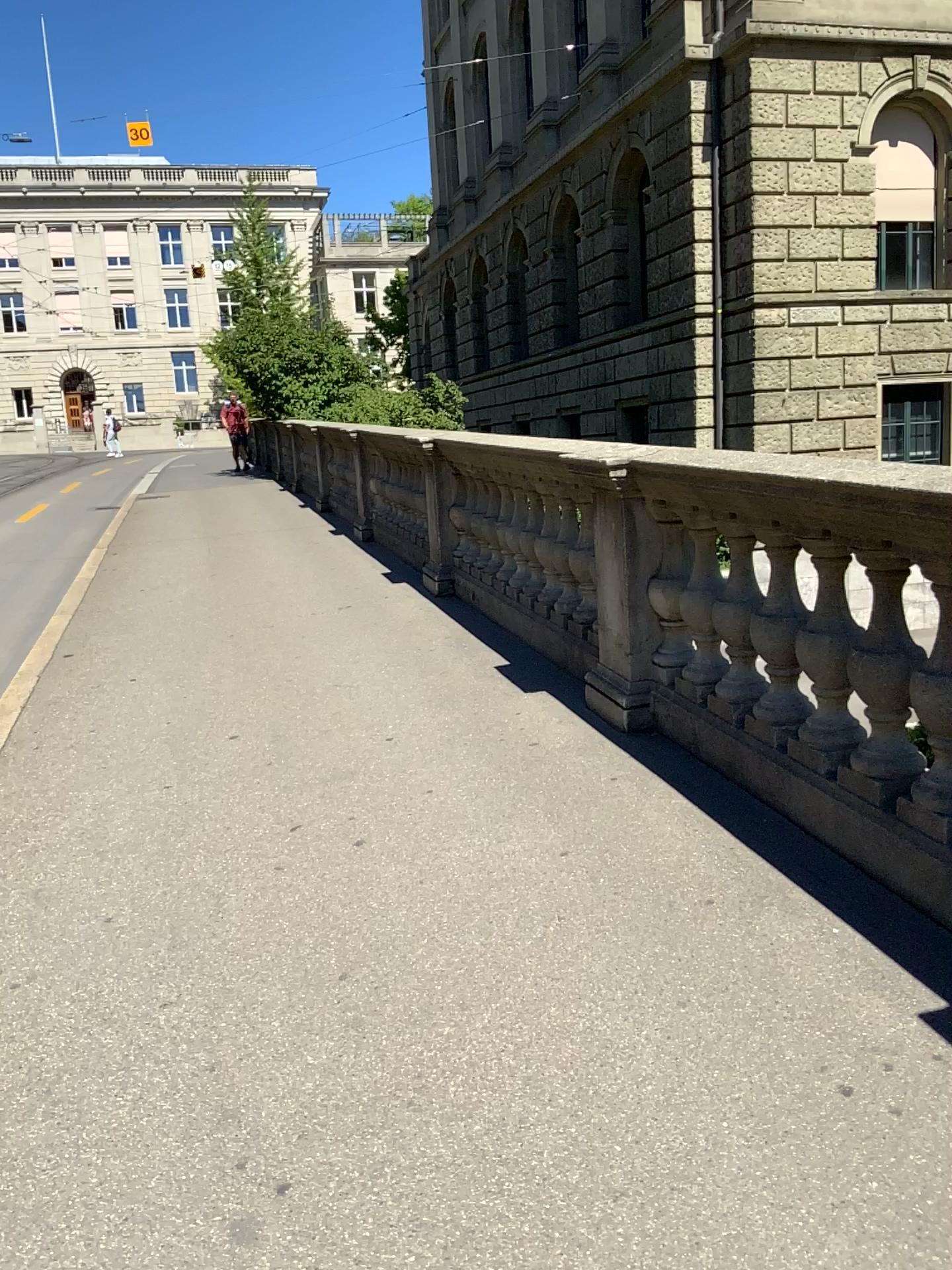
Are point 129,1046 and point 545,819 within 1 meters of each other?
no
